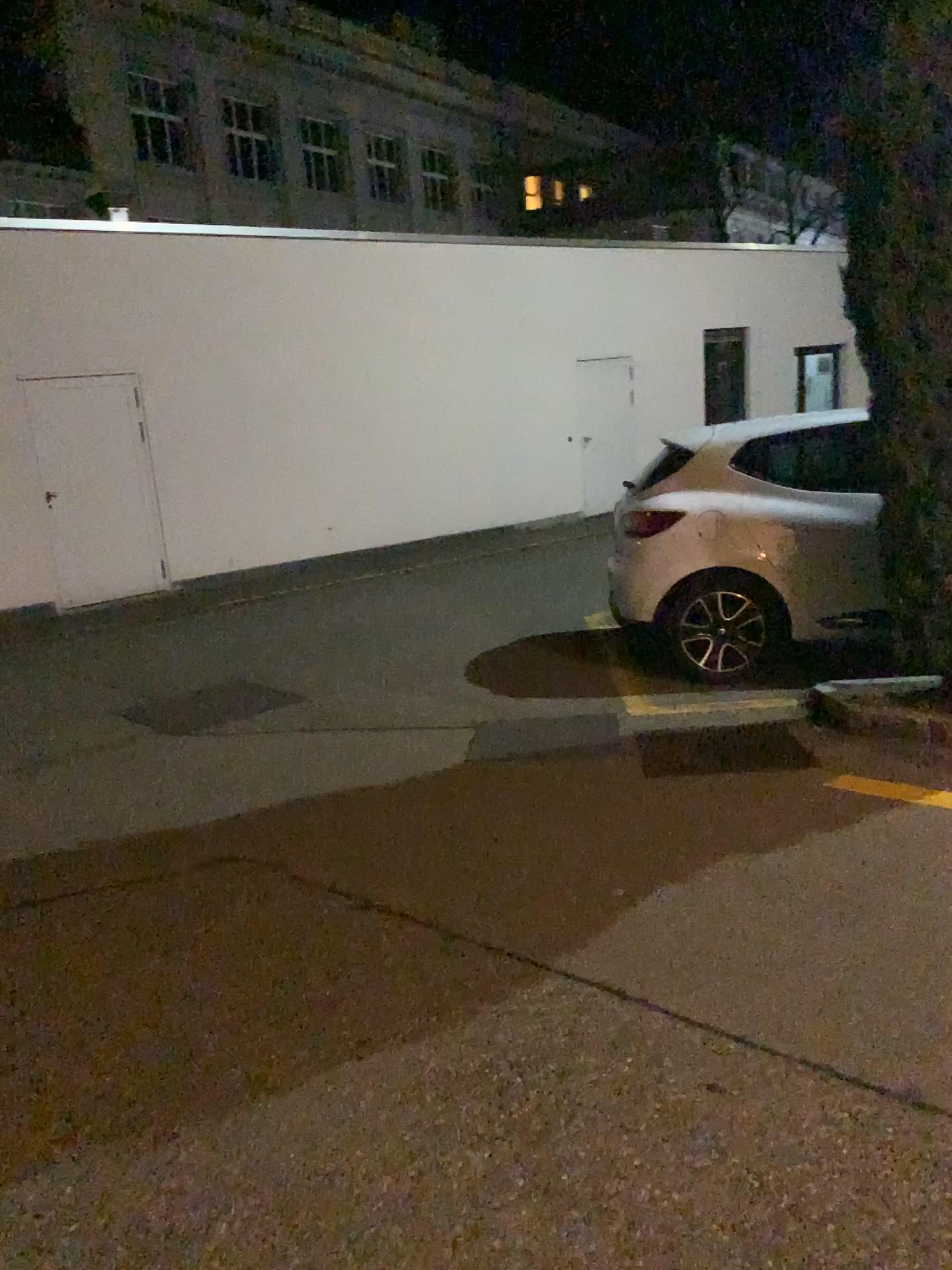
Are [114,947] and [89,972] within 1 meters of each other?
yes
